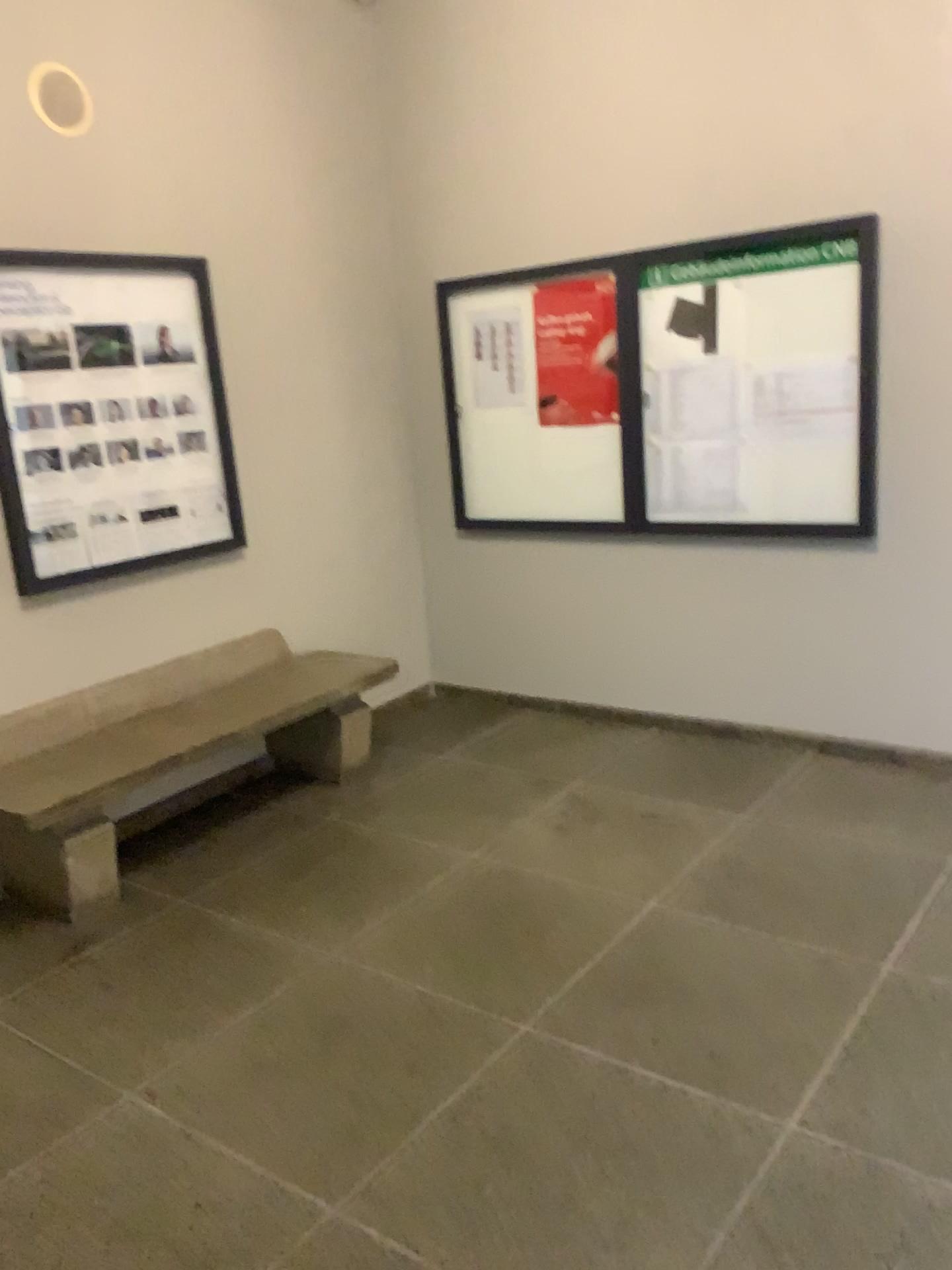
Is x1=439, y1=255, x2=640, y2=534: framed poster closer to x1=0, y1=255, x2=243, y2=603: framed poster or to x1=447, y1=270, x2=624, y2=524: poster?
x1=447, y1=270, x2=624, y2=524: poster

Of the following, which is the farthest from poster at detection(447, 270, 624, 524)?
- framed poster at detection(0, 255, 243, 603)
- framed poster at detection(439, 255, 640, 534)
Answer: A: framed poster at detection(0, 255, 243, 603)

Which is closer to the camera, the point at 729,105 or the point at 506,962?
the point at 506,962

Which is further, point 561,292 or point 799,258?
point 561,292

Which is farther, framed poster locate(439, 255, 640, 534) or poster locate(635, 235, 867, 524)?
framed poster locate(439, 255, 640, 534)

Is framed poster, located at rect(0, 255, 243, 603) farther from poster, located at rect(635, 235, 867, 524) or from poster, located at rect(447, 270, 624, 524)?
poster, located at rect(635, 235, 867, 524)

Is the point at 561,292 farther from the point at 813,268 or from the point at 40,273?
the point at 40,273

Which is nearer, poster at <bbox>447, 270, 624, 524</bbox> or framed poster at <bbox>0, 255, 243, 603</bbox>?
framed poster at <bbox>0, 255, 243, 603</bbox>

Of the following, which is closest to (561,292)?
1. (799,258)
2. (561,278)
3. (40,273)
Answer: (561,278)

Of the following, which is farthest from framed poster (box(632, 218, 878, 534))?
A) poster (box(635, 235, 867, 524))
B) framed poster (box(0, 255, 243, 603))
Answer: framed poster (box(0, 255, 243, 603))
